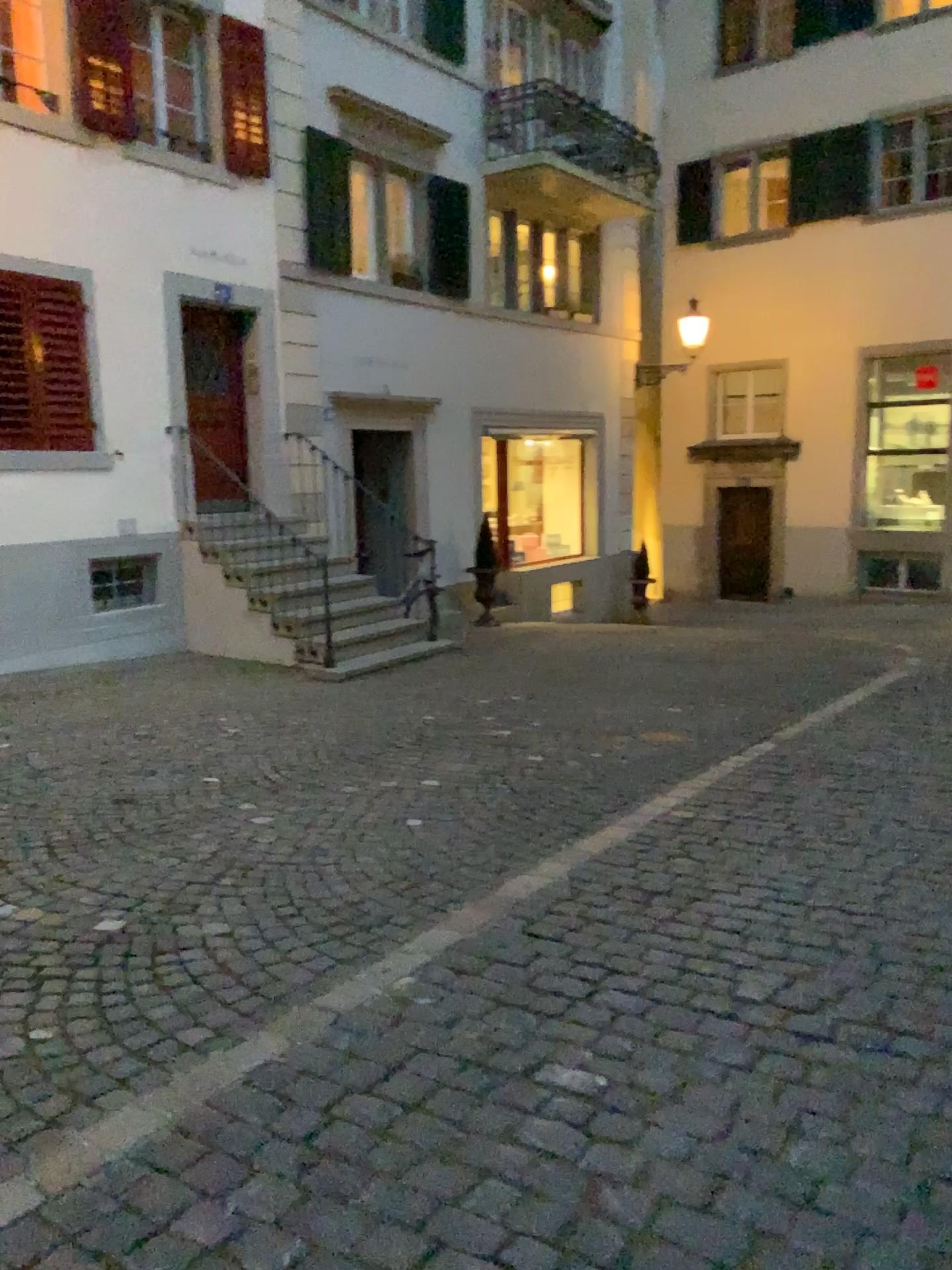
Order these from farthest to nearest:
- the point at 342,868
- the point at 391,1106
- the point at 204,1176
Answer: the point at 342,868
the point at 391,1106
the point at 204,1176
